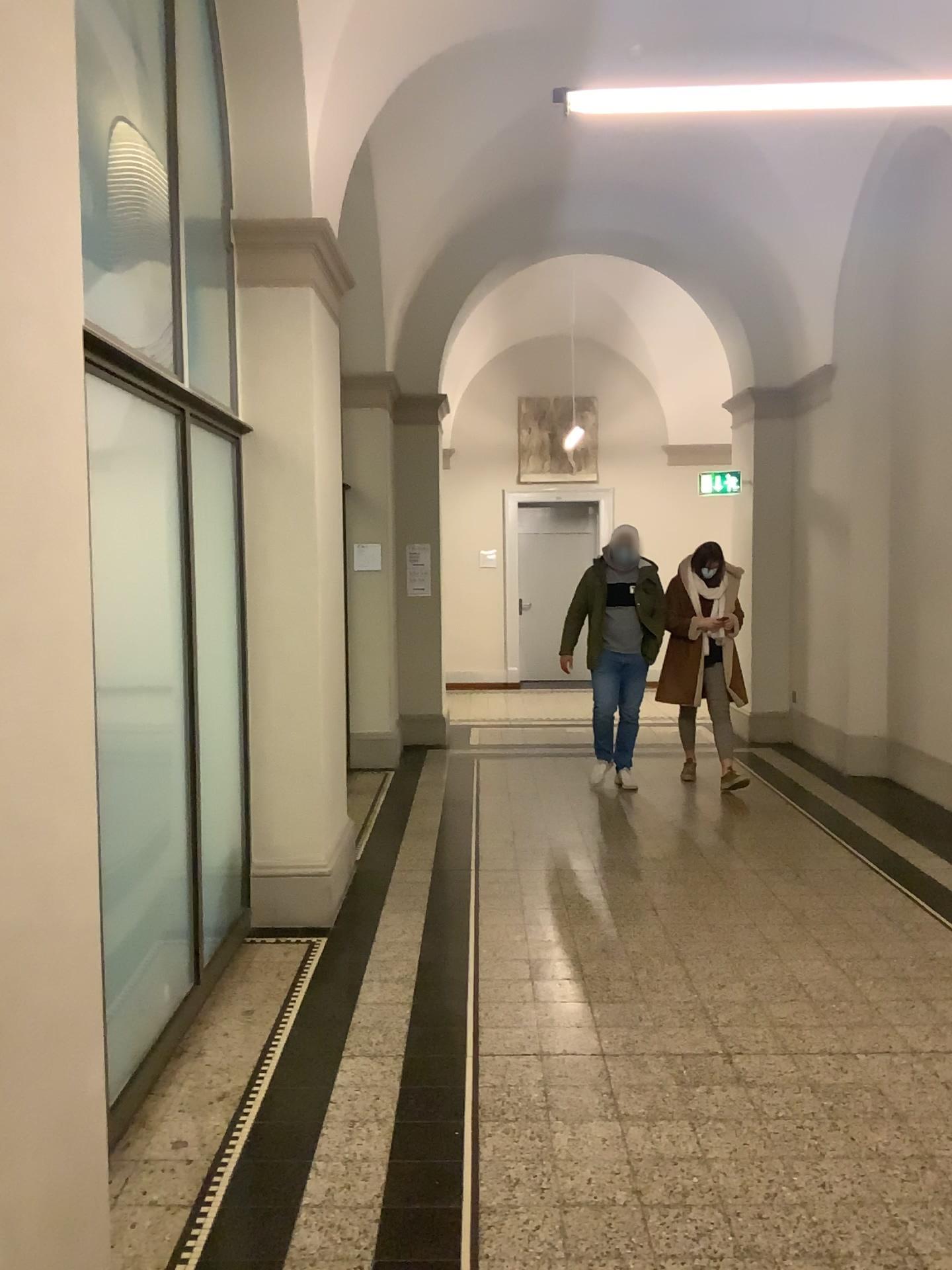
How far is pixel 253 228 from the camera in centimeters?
448cm

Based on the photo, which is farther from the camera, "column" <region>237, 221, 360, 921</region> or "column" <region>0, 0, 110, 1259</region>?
"column" <region>237, 221, 360, 921</region>

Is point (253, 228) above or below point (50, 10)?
above

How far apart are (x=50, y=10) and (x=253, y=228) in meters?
A: 3.0

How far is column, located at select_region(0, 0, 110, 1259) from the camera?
1.6 meters

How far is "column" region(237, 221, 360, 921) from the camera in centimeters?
448cm

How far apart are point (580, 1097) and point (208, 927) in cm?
169

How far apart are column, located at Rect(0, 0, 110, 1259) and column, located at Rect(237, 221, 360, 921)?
2.7m
